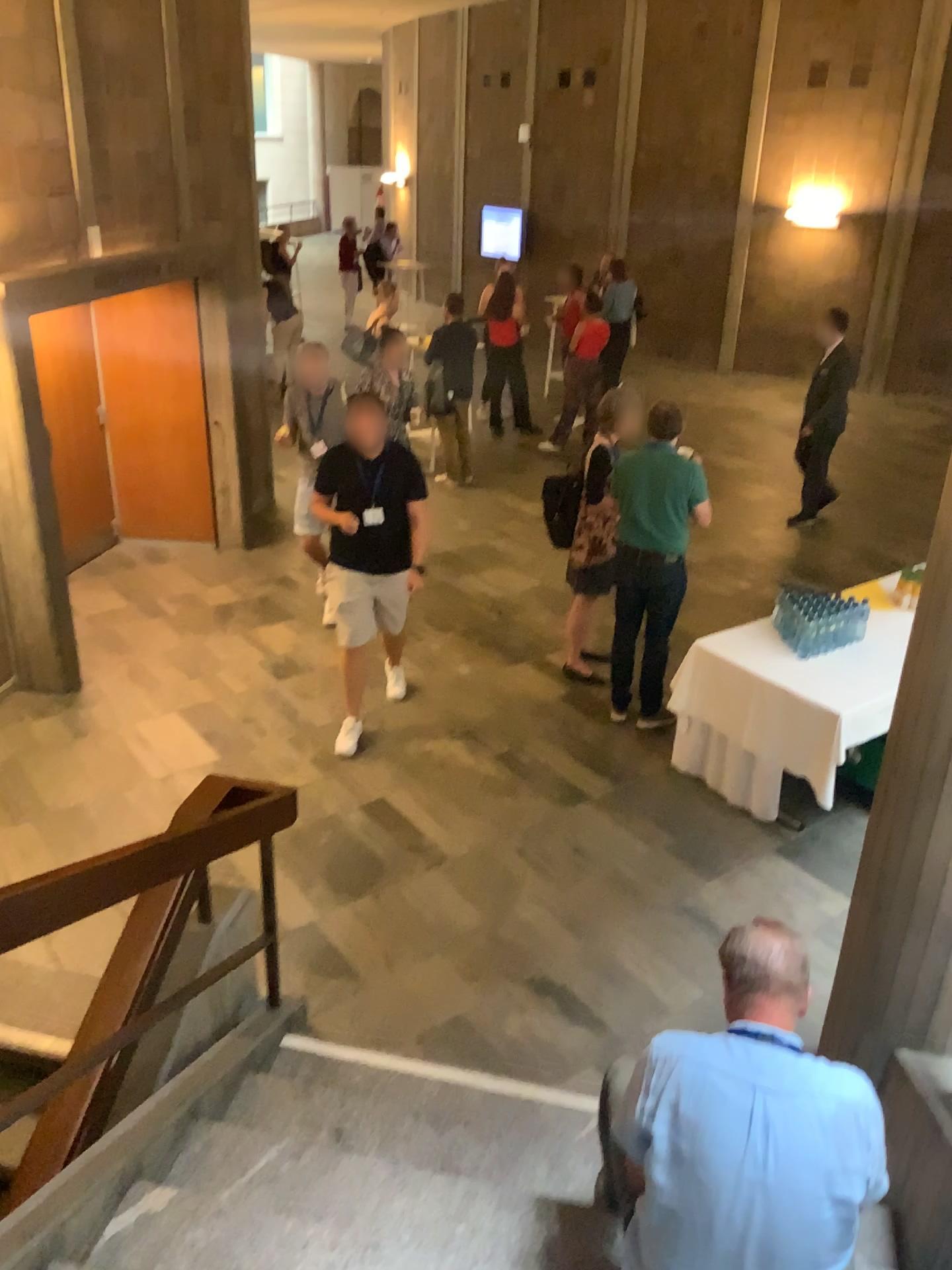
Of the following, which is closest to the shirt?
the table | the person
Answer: the person

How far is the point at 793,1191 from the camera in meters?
2.0 m

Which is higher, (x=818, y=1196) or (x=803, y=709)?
(x=818, y=1196)

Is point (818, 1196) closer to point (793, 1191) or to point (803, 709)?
point (793, 1191)

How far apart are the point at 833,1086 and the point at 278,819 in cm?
188

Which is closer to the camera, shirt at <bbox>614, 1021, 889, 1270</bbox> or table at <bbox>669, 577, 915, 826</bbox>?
shirt at <bbox>614, 1021, 889, 1270</bbox>

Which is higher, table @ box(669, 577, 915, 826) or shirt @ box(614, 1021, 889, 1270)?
shirt @ box(614, 1021, 889, 1270)

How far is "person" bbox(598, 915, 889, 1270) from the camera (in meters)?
2.01

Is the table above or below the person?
below

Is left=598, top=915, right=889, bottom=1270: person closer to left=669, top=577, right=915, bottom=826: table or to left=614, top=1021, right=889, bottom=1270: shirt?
left=614, top=1021, right=889, bottom=1270: shirt
